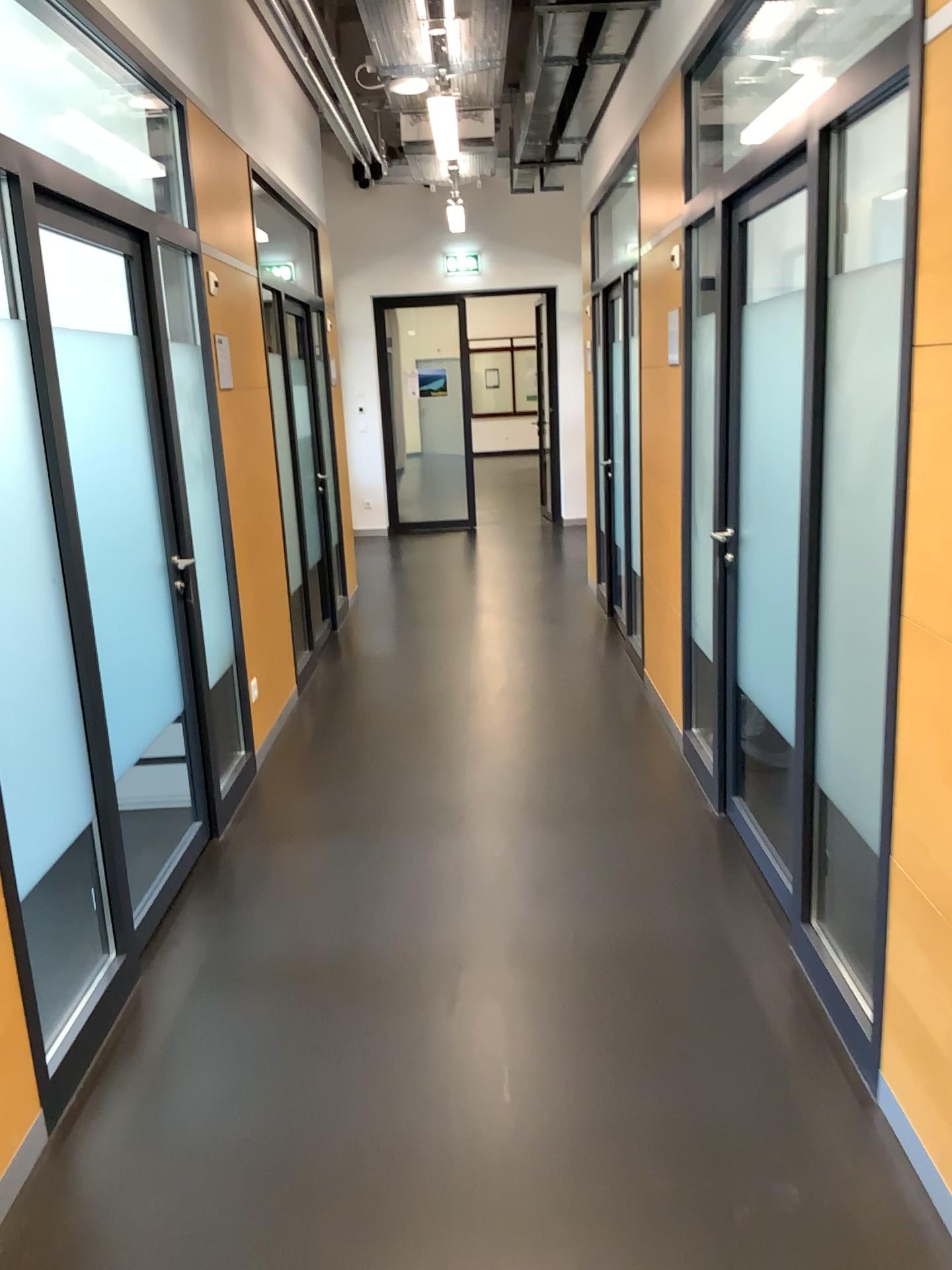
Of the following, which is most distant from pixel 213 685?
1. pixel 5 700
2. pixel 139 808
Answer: pixel 5 700

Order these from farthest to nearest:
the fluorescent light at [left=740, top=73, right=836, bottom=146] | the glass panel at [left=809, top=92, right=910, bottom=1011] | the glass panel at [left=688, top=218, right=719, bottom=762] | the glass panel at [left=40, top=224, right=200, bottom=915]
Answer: the glass panel at [left=688, top=218, right=719, bottom=762] → the glass panel at [left=40, top=224, right=200, bottom=915] → the fluorescent light at [left=740, top=73, right=836, bottom=146] → the glass panel at [left=809, top=92, right=910, bottom=1011]

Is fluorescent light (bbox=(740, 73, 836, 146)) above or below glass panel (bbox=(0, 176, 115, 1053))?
above

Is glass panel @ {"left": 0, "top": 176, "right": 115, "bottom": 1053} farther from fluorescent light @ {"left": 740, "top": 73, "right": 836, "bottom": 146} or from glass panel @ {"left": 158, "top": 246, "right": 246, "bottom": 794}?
fluorescent light @ {"left": 740, "top": 73, "right": 836, "bottom": 146}

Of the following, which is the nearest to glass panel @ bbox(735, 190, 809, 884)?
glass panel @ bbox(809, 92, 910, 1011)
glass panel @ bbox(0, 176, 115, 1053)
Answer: glass panel @ bbox(809, 92, 910, 1011)

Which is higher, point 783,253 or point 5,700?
point 783,253

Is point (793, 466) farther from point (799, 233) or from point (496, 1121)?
point (496, 1121)

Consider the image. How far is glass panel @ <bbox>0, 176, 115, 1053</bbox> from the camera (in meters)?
2.32

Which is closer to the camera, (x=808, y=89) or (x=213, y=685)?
(x=808, y=89)

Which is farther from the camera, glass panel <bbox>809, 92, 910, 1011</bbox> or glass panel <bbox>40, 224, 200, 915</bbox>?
glass panel <bbox>40, 224, 200, 915</bbox>
